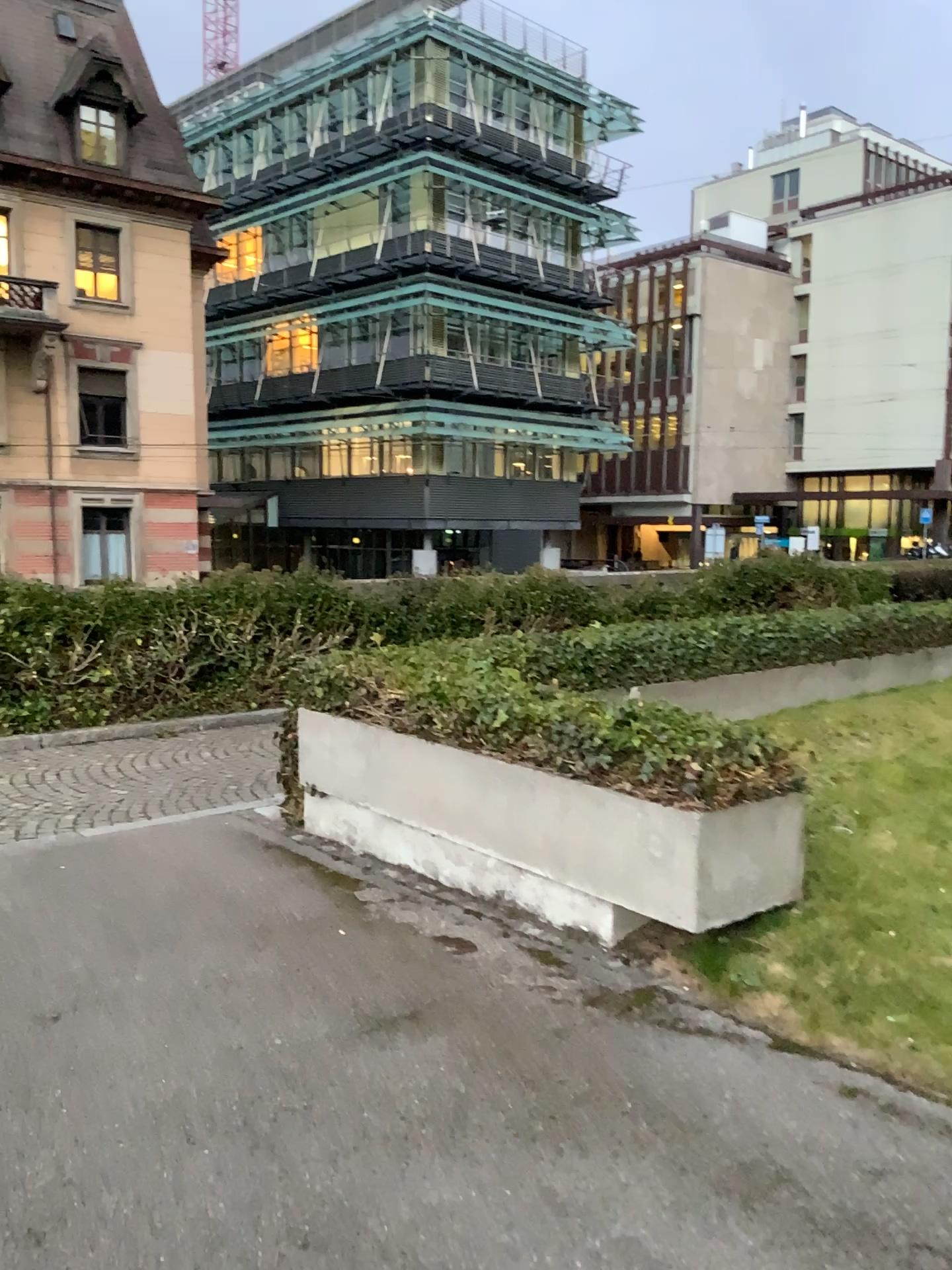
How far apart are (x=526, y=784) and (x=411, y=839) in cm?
104
